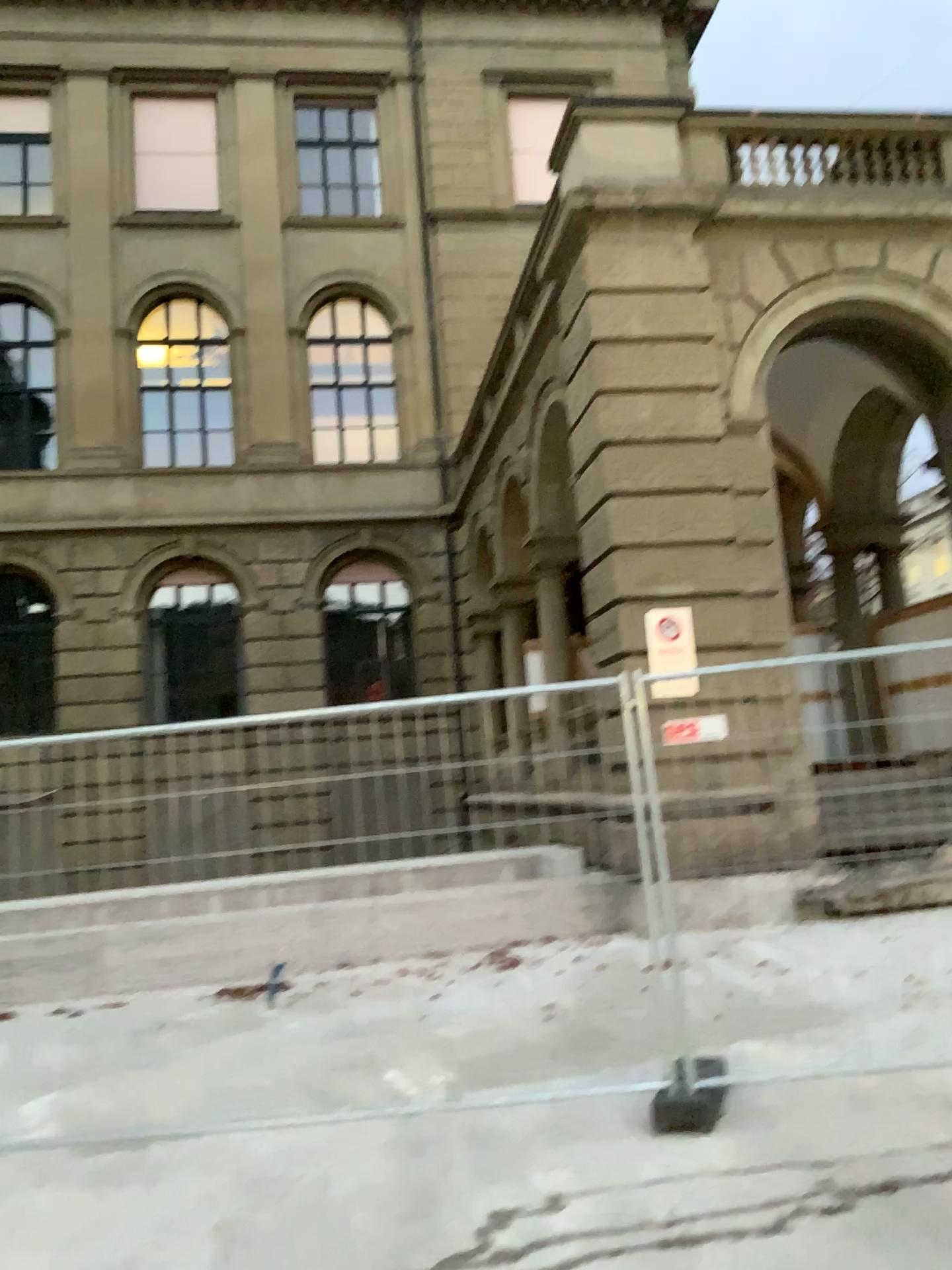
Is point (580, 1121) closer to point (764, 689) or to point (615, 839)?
point (615, 839)
